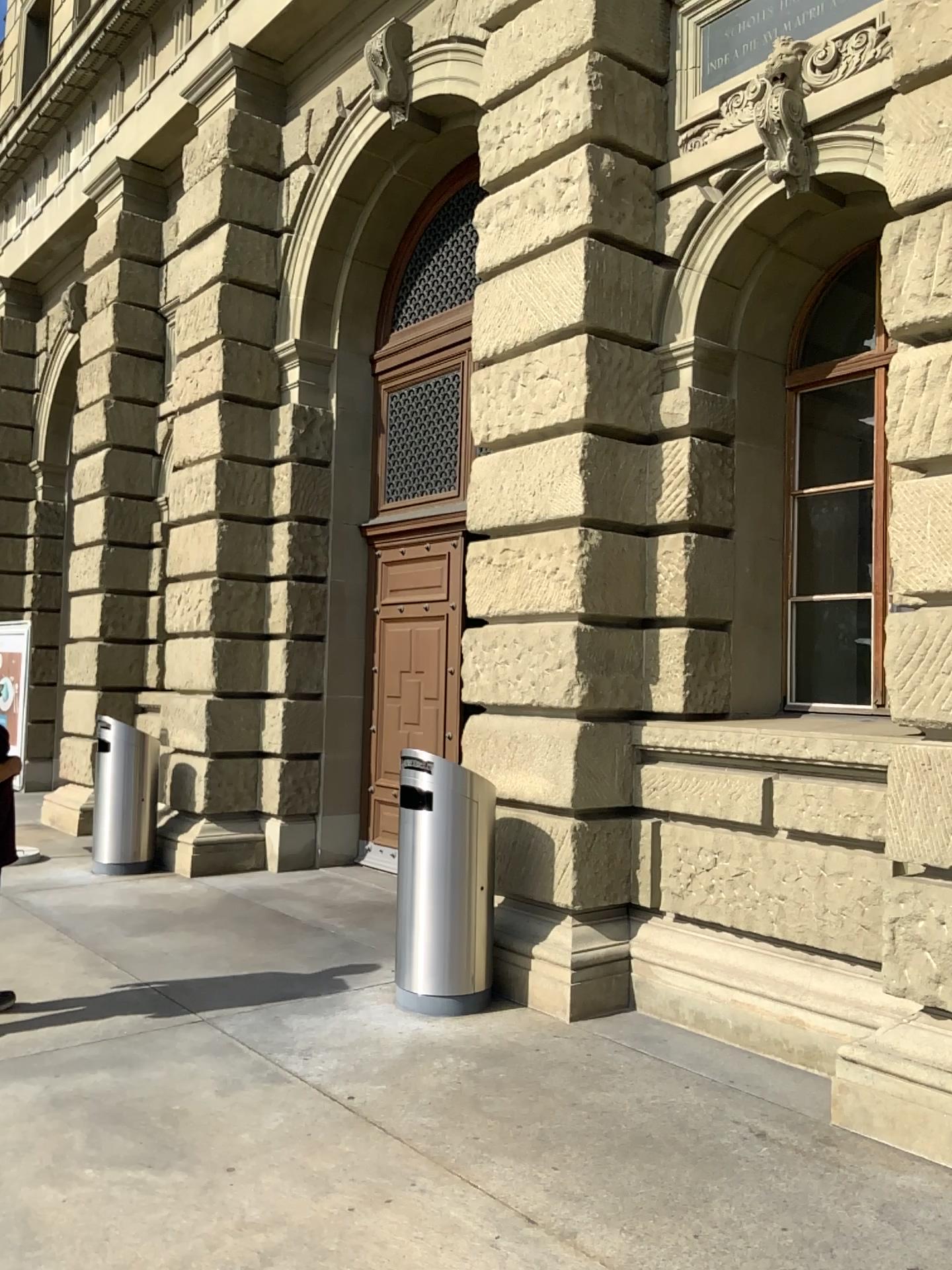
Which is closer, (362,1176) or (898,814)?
(362,1176)
